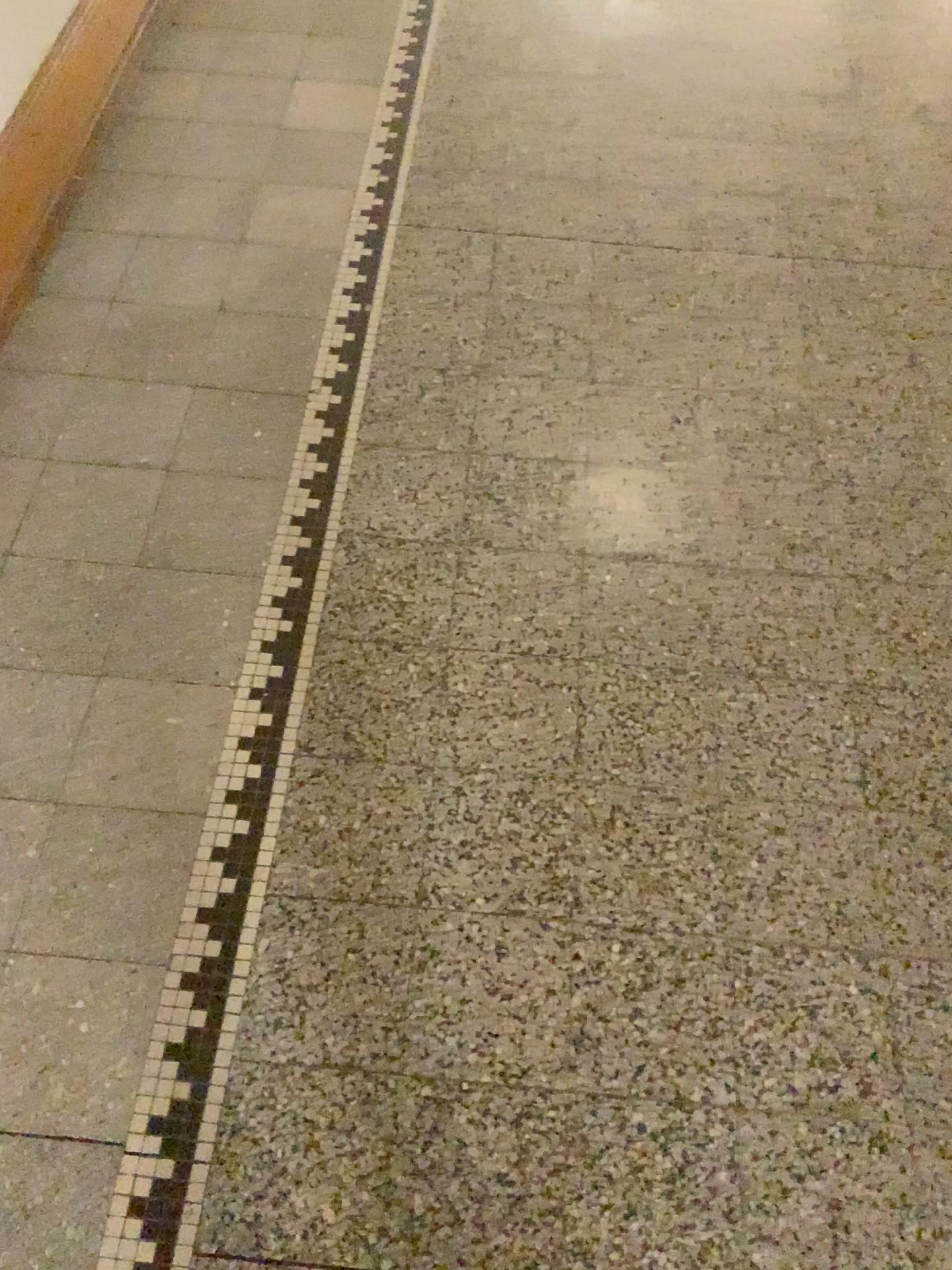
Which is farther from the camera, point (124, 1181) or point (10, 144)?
point (10, 144)

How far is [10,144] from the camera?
1.9m

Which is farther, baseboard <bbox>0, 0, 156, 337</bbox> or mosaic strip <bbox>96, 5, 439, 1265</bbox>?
baseboard <bbox>0, 0, 156, 337</bbox>

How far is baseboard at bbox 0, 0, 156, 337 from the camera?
1.90m

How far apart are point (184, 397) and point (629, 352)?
0.8 meters
